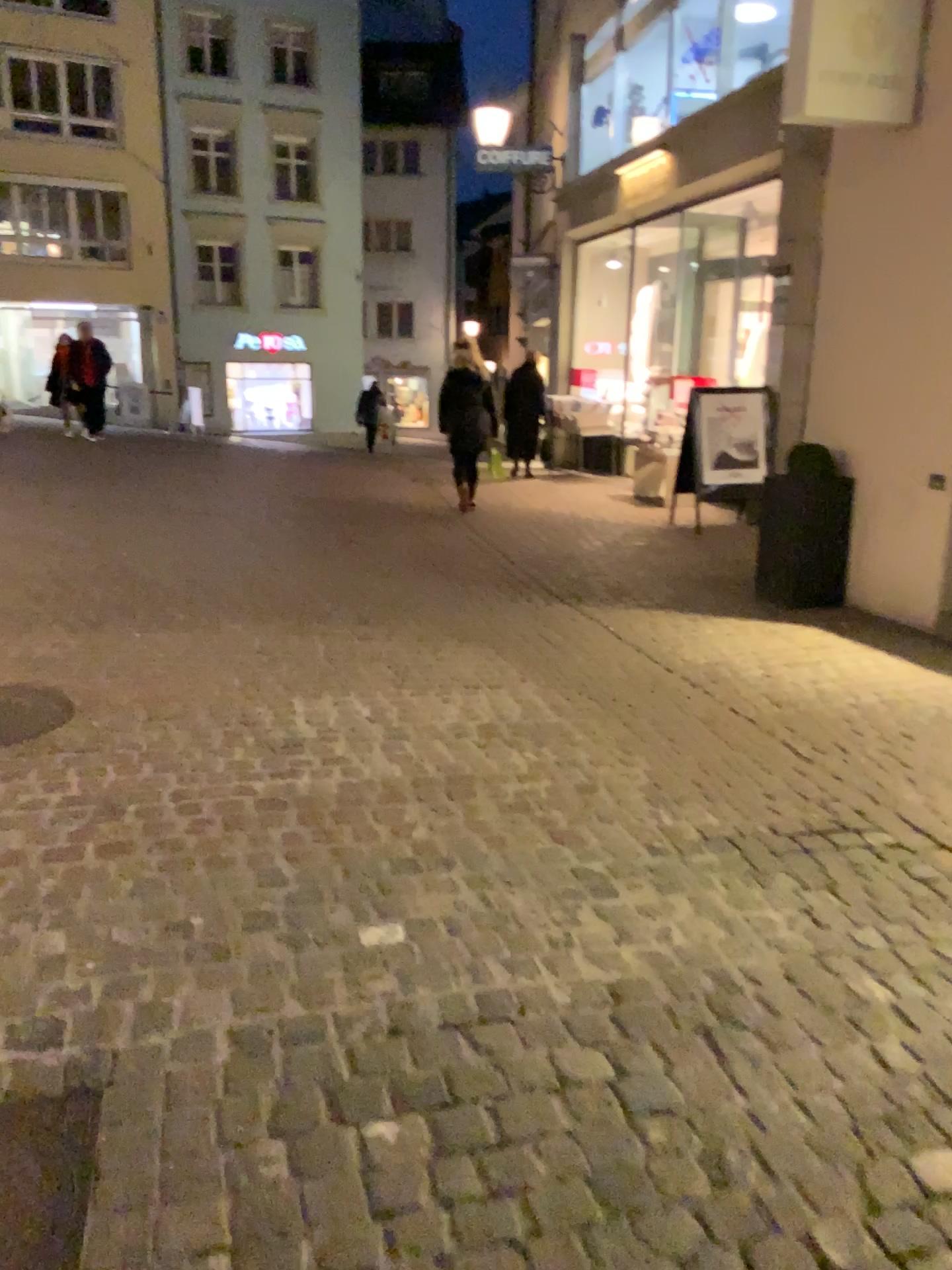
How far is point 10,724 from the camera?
3.6m

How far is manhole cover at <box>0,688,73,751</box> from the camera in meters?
3.6 m

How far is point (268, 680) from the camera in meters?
4.1
